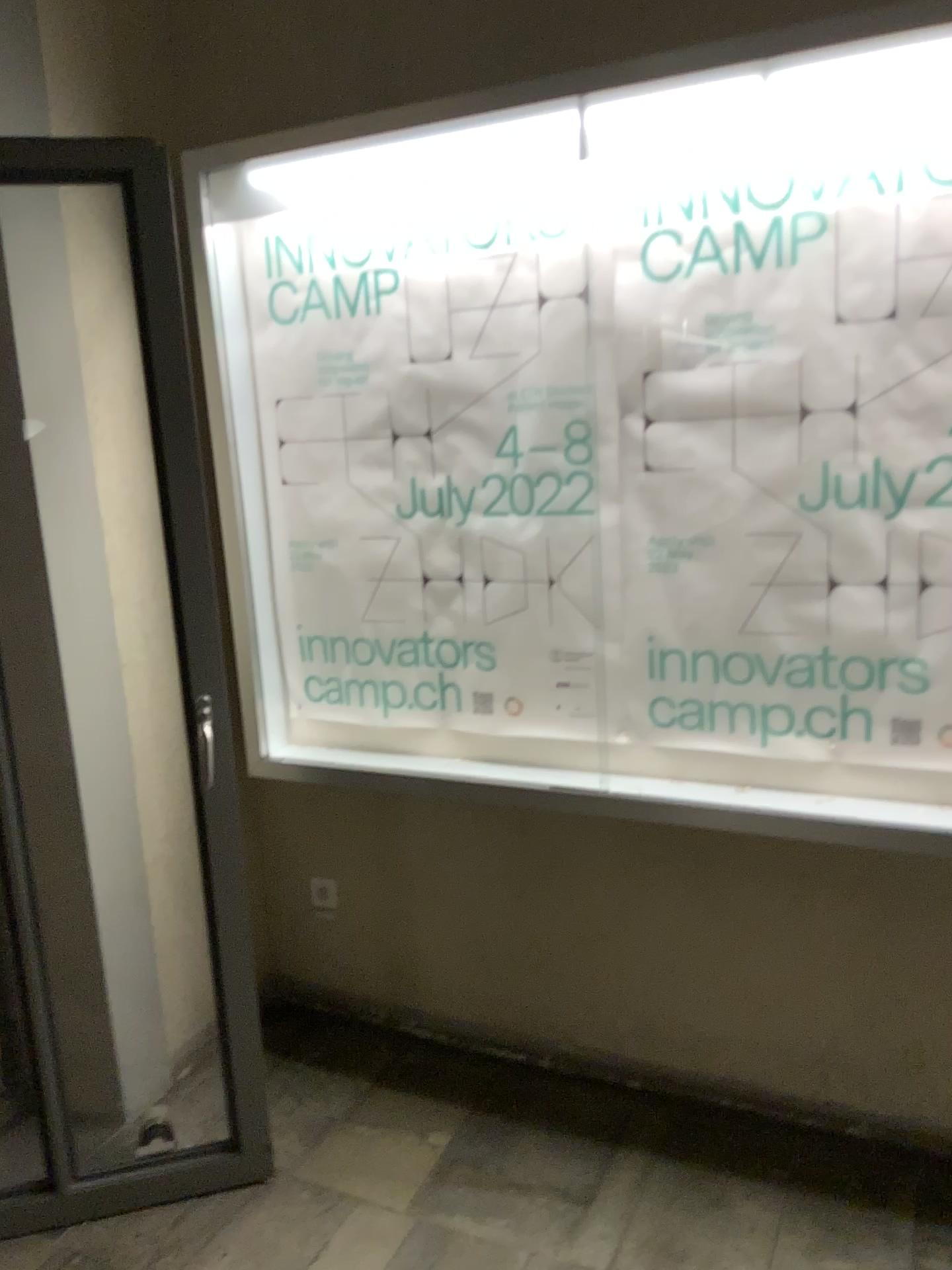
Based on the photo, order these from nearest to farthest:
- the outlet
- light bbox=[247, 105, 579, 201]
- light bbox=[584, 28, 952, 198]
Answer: light bbox=[584, 28, 952, 198] → light bbox=[247, 105, 579, 201] → the outlet

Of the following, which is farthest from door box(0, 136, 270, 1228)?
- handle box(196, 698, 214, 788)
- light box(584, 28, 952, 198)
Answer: light box(584, 28, 952, 198)

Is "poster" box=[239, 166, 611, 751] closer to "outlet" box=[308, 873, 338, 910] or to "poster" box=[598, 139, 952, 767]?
"poster" box=[598, 139, 952, 767]

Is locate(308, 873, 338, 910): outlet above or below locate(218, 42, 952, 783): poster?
below

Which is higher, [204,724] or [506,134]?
[506,134]

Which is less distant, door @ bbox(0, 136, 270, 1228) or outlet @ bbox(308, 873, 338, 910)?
door @ bbox(0, 136, 270, 1228)

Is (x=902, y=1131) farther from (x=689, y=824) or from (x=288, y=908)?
(x=288, y=908)

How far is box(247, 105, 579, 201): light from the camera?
2.0 meters

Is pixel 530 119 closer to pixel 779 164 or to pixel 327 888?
pixel 779 164

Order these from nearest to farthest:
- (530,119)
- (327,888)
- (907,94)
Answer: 1. (907,94)
2. (530,119)
3. (327,888)
